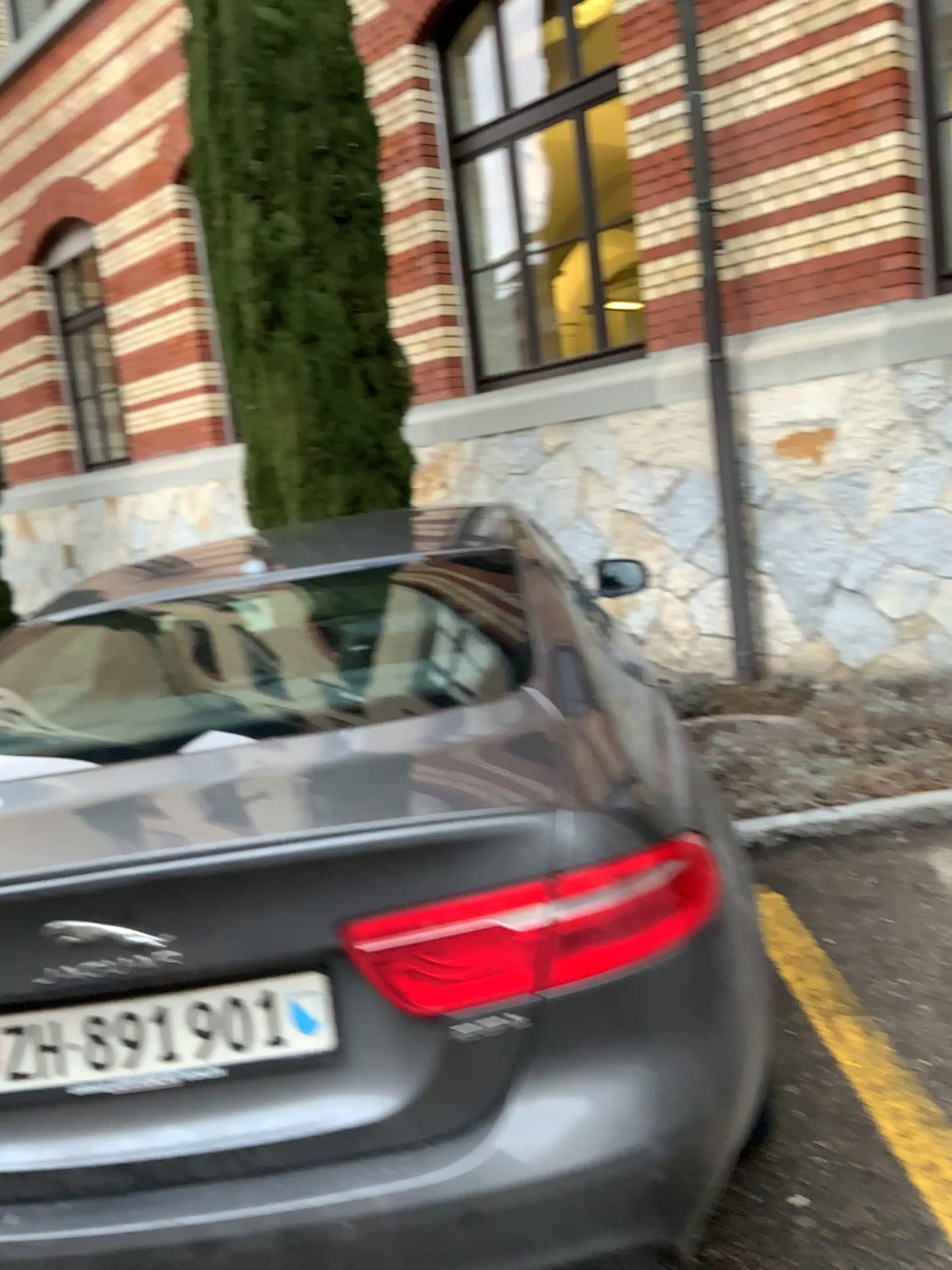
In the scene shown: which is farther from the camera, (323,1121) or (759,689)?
(759,689)

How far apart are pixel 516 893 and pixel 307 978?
0.3m

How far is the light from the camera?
1.35m

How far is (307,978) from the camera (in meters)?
1.38

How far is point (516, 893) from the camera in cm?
135

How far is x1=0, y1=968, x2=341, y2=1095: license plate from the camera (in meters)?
1.38
